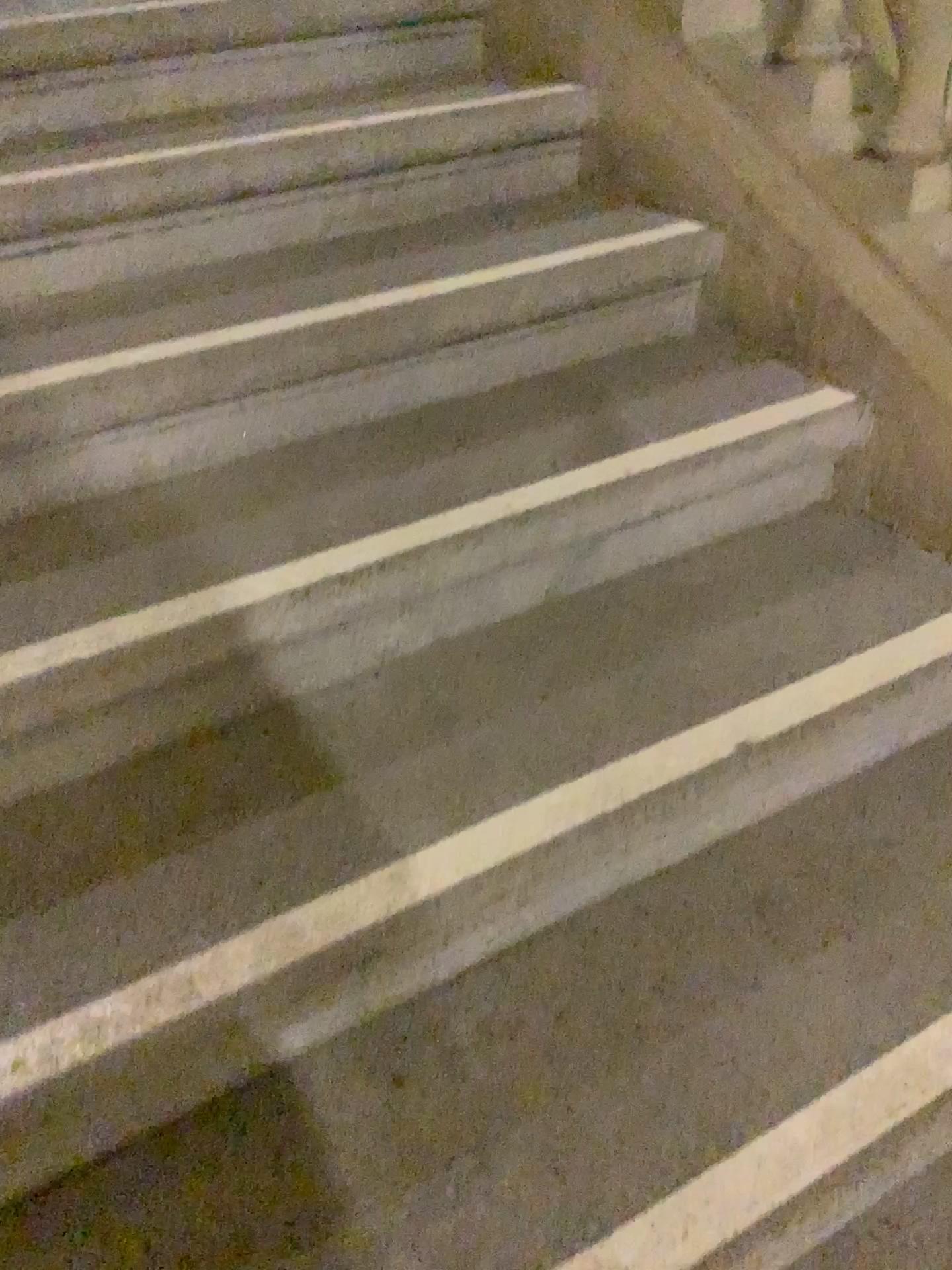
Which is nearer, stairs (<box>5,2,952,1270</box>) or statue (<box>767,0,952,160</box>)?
stairs (<box>5,2,952,1270</box>)

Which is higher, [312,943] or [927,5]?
[927,5]

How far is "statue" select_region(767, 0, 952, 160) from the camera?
1.33m

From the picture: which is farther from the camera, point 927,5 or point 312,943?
point 927,5

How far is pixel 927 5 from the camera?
1.3 meters

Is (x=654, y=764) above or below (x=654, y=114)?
below
